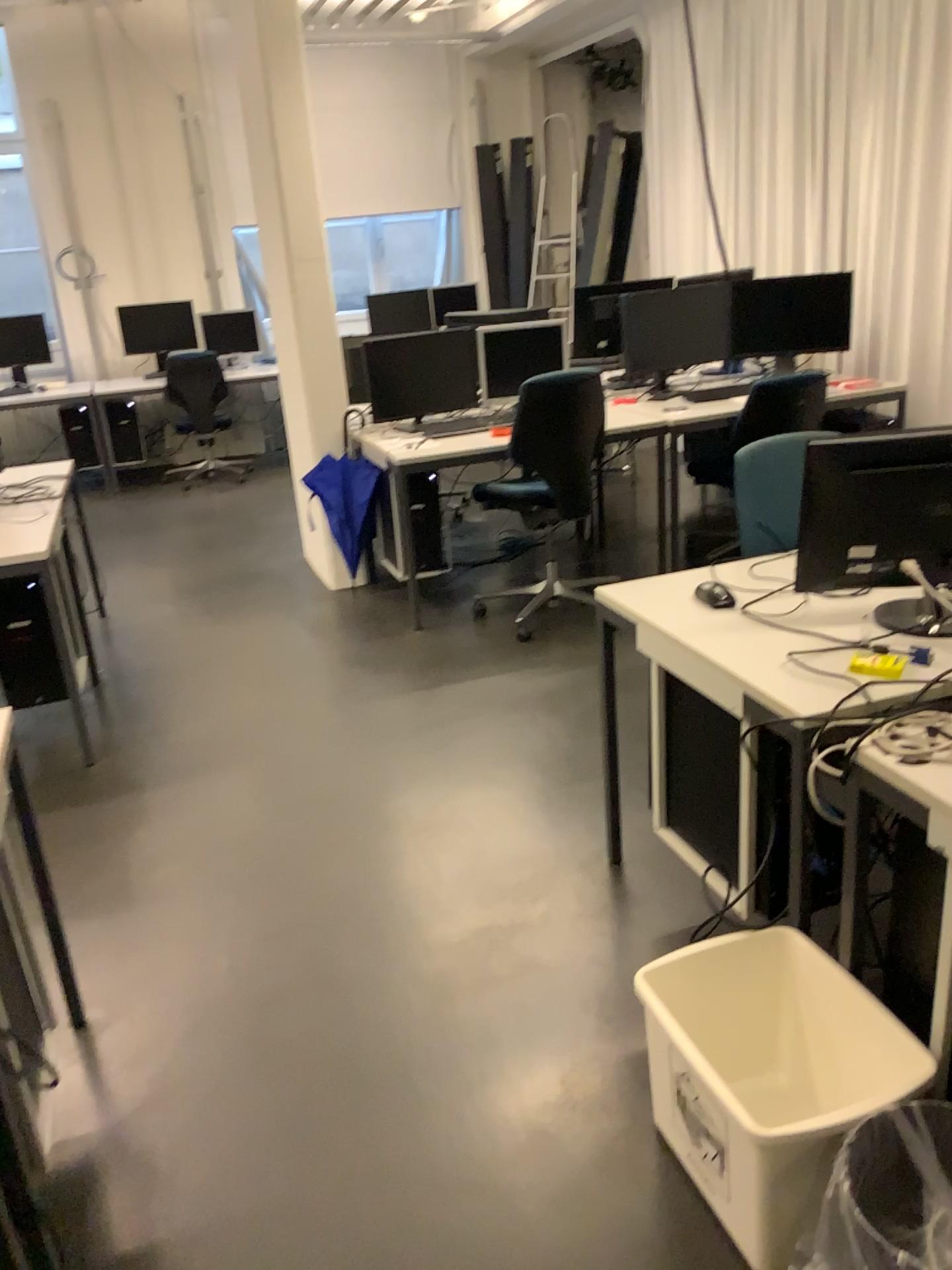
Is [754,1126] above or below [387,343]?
below

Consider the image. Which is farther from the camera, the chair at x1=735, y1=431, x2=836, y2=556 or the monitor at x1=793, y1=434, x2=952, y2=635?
the chair at x1=735, y1=431, x2=836, y2=556

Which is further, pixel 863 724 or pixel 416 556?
pixel 416 556

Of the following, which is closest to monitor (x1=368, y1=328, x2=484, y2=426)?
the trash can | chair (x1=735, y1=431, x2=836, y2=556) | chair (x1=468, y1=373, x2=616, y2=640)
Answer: chair (x1=468, y1=373, x2=616, y2=640)

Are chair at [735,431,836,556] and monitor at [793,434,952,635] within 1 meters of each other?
yes

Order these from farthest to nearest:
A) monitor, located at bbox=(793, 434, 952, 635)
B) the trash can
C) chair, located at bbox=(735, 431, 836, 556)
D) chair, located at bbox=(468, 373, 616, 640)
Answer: chair, located at bbox=(468, 373, 616, 640)
chair, located at bbox=(735, 431, 836, 556)
monitor, located at bbox=(793, 434, 952, 635)
the trash can

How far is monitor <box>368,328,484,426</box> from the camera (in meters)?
4.76

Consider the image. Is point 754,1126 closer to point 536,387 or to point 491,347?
point 536,387

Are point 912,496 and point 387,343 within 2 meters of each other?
no

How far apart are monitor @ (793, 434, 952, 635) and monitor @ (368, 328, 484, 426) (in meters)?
3.01
